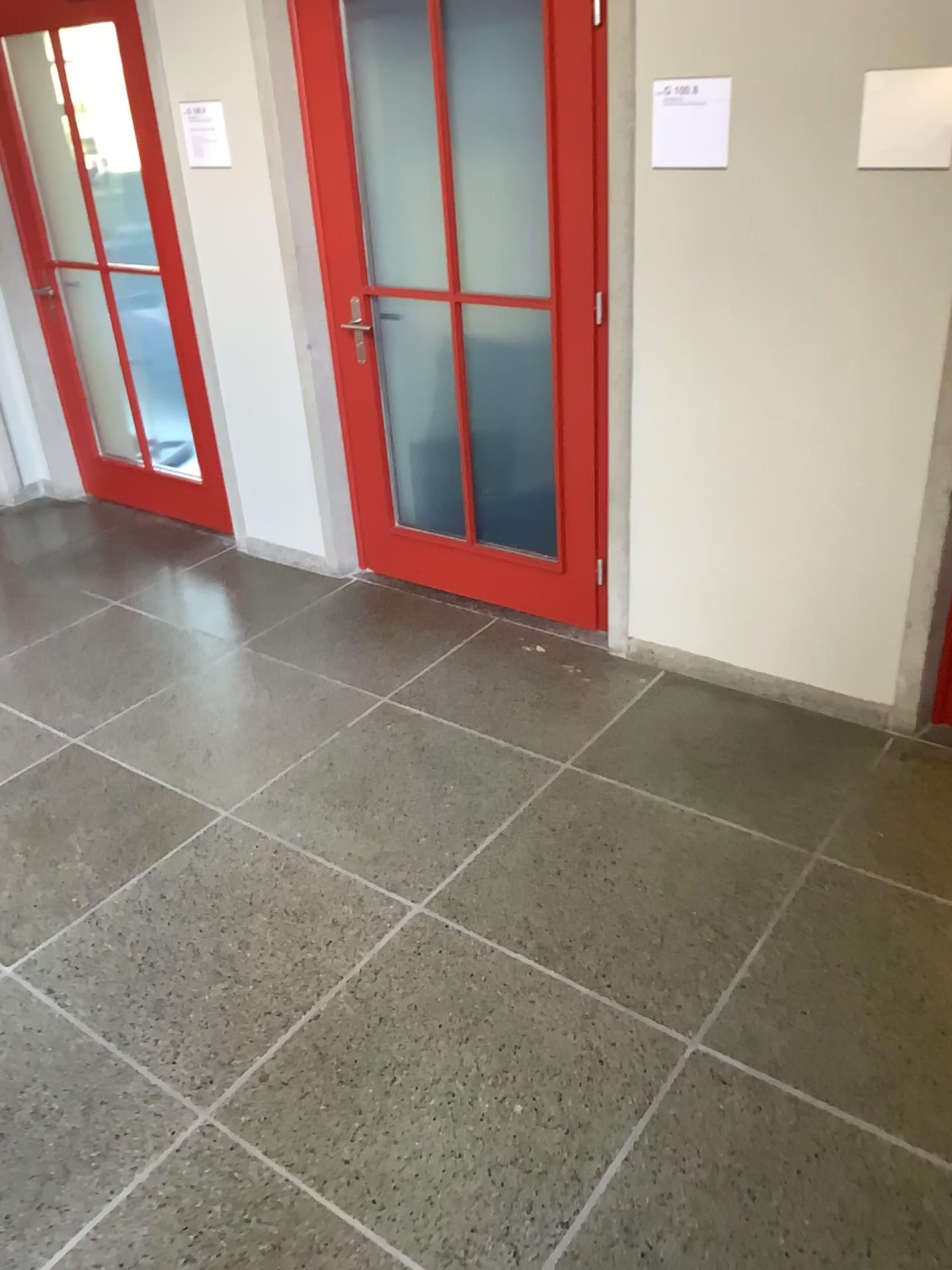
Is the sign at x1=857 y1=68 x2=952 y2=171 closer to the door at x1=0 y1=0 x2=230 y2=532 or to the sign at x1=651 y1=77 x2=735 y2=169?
the sign at x1=651 y1=77 x2=735 y2=169

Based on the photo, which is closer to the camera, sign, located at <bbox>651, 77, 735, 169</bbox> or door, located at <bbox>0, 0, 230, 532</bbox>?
sign, located at <bbox>651, 77, 735, 169</bbox>

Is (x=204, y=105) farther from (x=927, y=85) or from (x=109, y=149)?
(x=927, y=85)

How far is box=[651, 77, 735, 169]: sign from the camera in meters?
2.7 m

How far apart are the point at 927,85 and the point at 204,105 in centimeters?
241cm

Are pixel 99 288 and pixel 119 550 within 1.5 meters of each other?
yes

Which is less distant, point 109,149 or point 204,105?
point 204,105

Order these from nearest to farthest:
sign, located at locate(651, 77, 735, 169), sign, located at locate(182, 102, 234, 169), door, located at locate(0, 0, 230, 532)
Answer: sign, located at locate(651, 77, 735, 169) < sign, located at locate(182, 102, 234, 169) < door, located at locate(0, 0, 230, 532)

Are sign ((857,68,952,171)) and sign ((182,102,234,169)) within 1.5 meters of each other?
no

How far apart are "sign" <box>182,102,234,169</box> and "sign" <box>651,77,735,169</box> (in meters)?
1.67
